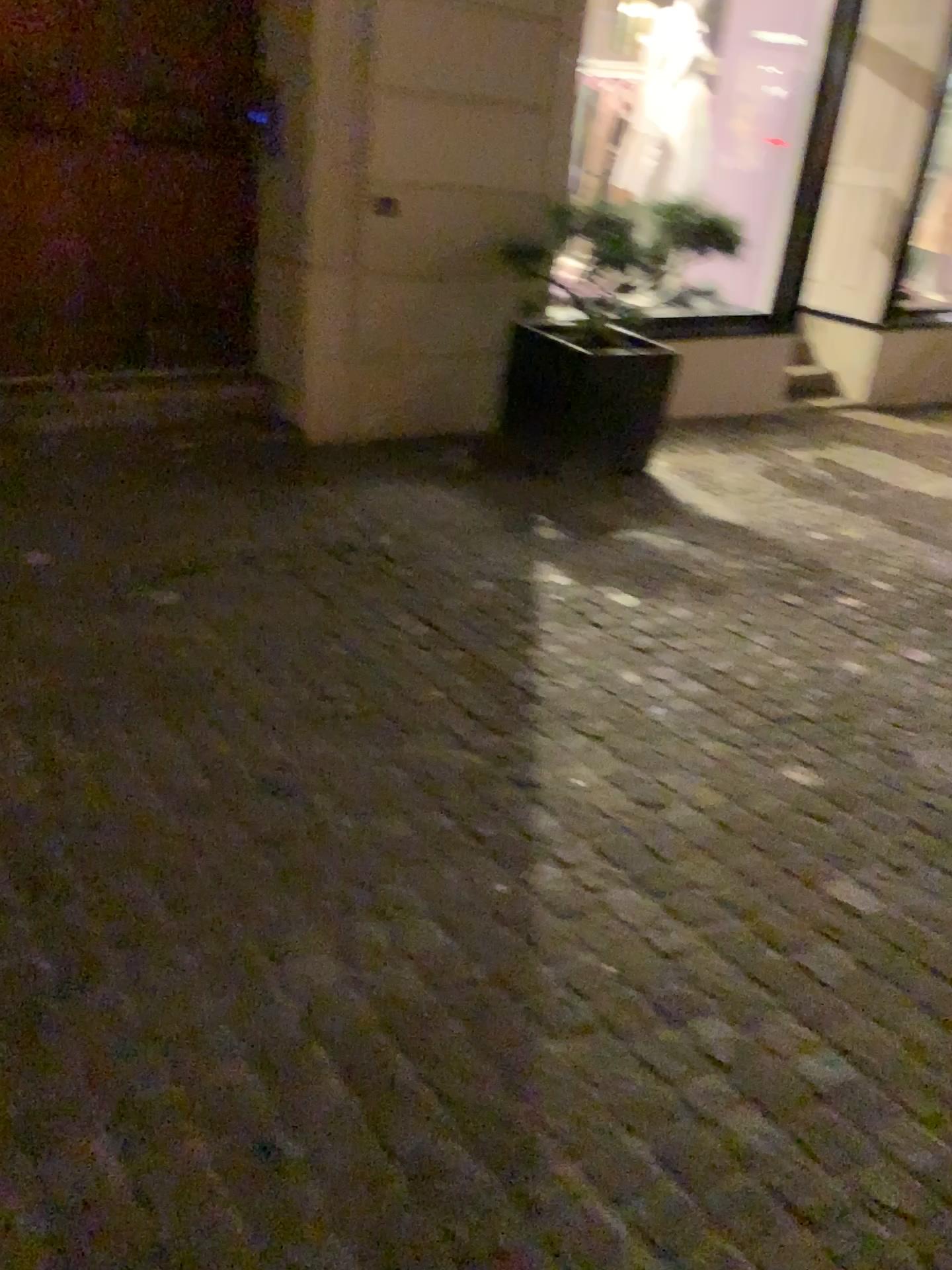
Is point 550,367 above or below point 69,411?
above

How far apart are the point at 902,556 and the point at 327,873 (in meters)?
3.37
